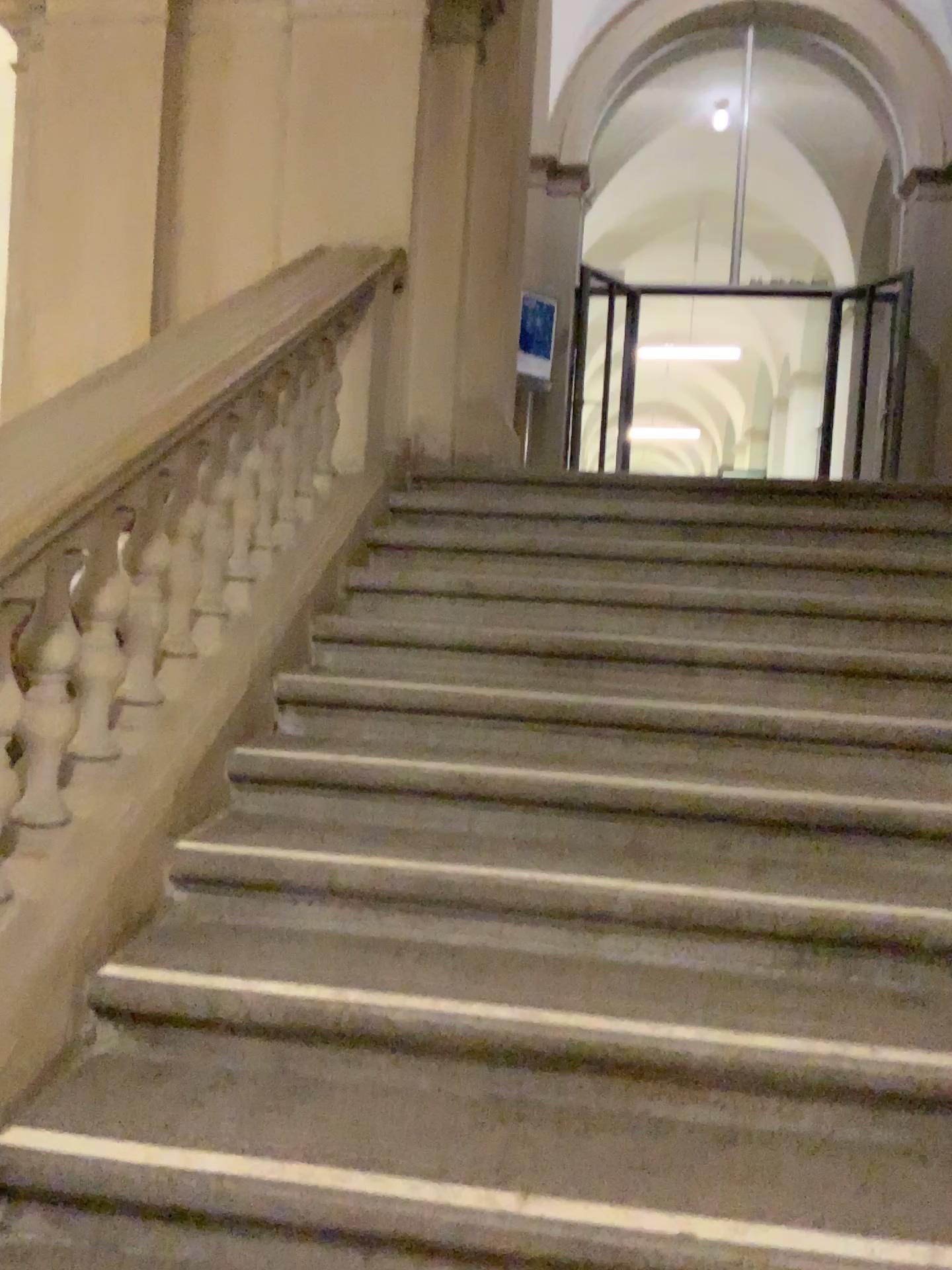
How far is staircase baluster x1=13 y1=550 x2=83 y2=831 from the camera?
2.0m

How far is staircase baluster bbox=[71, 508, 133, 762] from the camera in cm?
220

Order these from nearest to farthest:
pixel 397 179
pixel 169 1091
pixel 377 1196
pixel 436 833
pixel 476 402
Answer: pixel 377 1196
pixel 169 1091
pixel 436 833
pixel 397 179
pixel 476 402

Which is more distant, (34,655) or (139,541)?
(139,541)

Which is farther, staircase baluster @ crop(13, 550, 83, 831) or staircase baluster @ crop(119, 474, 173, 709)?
staircase baluster @ crop(119, 474, 173, 709)

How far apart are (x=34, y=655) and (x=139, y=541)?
0.4m

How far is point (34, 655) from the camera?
2.01m

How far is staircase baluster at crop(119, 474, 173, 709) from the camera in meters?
2.4 m
